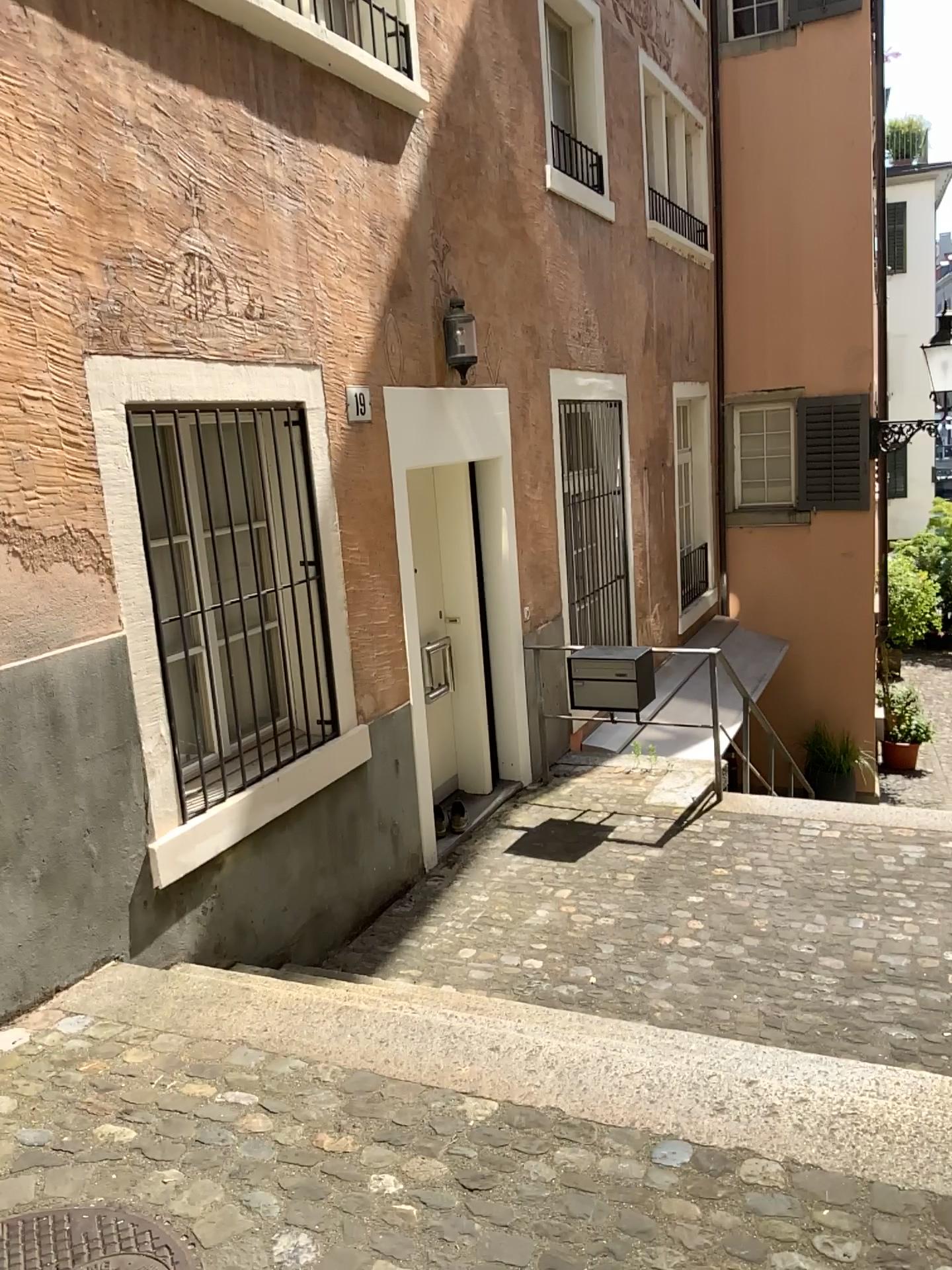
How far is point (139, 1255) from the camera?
2.1m

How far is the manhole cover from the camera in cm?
206

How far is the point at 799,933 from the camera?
4.5m
